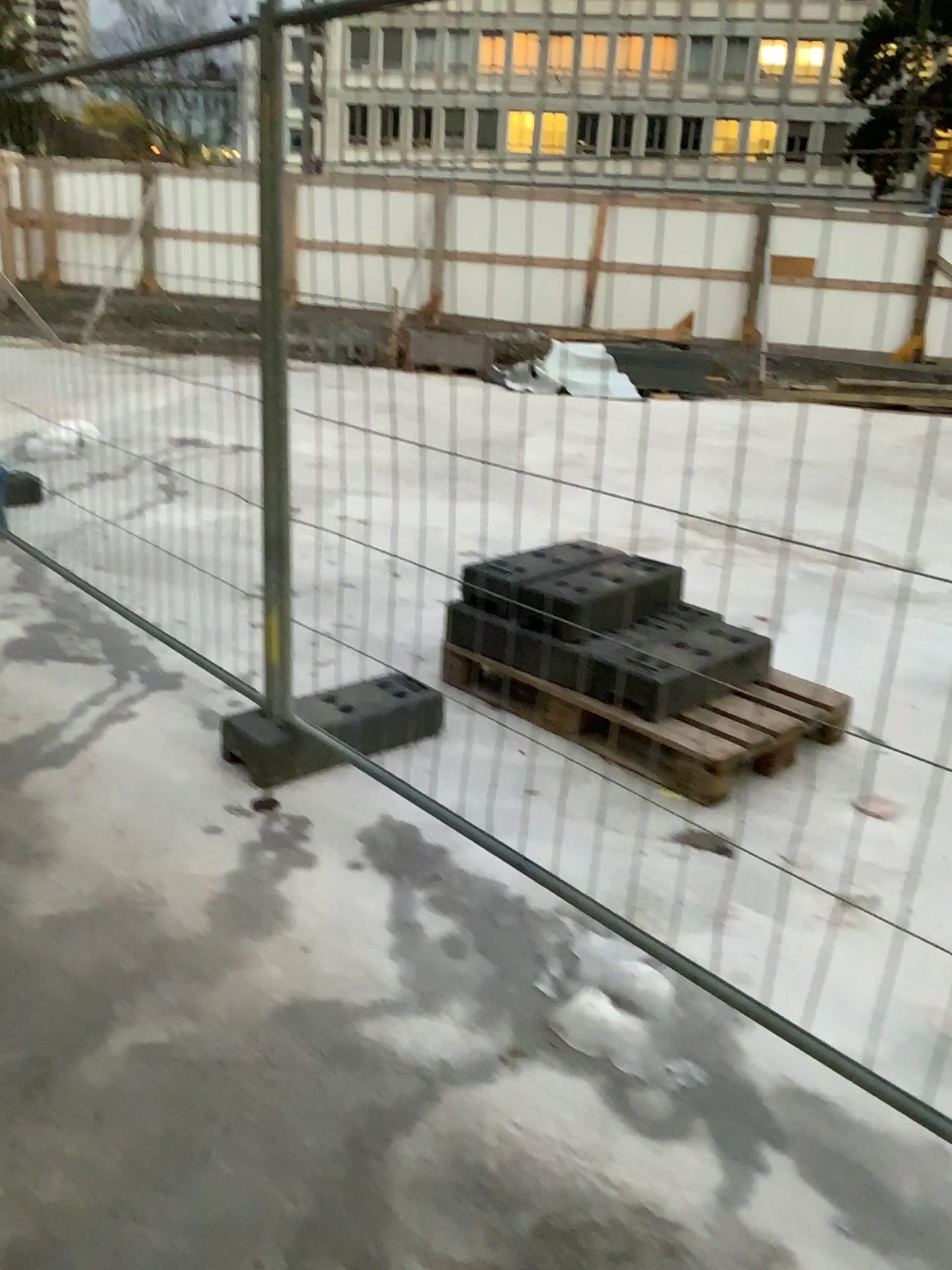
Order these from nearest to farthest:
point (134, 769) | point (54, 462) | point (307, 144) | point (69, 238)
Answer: point (307, 144), point (134, 769), point (69, 238), point (54, 462)
